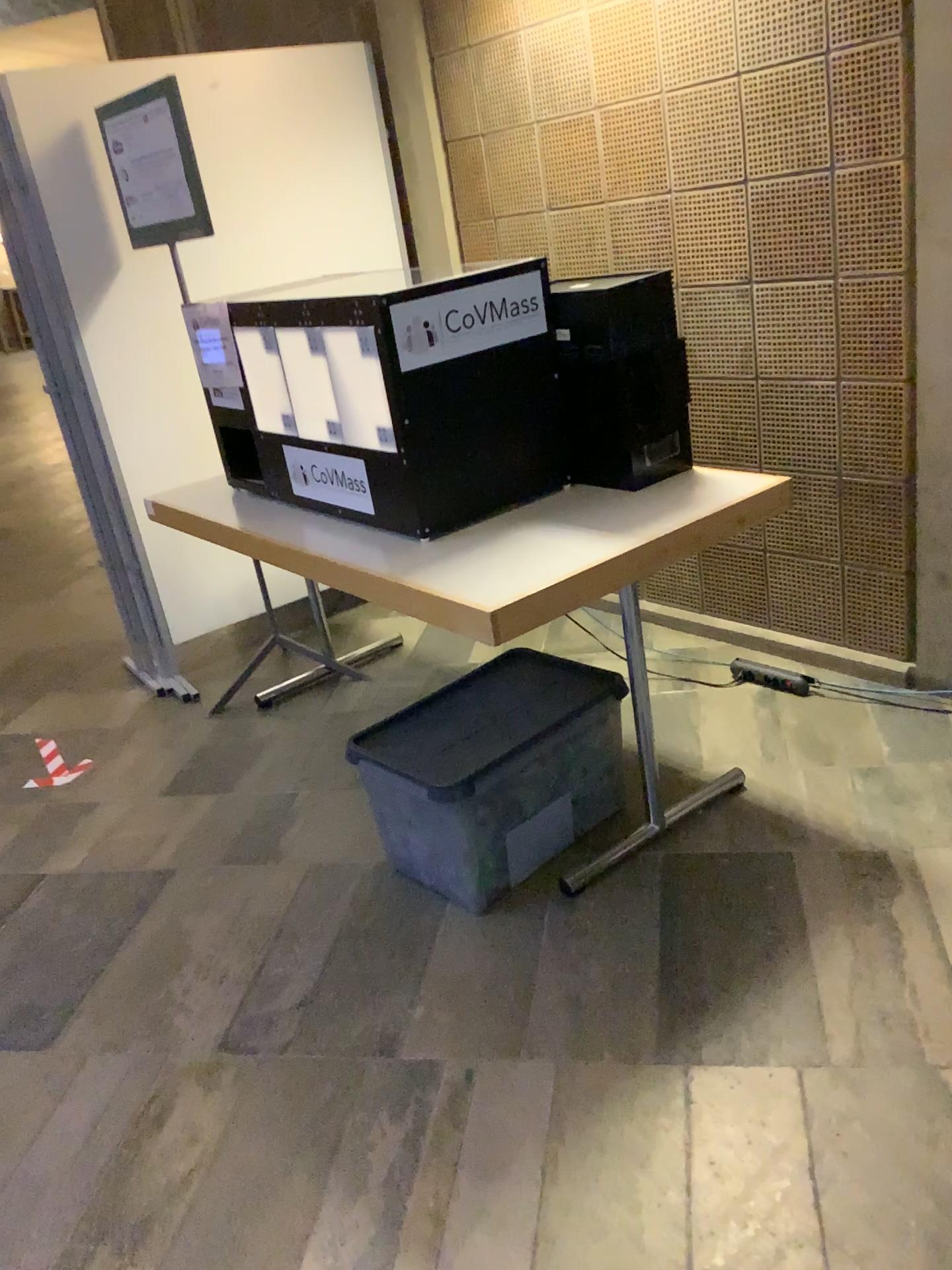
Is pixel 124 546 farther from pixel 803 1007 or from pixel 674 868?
pixel 803 1007

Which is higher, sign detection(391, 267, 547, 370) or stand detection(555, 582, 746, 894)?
sign detection(391, 267, 547, 370)

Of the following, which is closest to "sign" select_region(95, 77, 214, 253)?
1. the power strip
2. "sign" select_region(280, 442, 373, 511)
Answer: "sign" select_region(280, 442, 373, 511)

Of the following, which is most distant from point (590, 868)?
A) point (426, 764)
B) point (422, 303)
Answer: point (422, 303)

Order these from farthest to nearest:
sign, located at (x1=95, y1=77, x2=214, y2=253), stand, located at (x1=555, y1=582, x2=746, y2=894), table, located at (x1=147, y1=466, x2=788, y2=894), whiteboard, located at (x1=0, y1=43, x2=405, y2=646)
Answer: whiteboard, located at (x1=0, y1=43, x2=405, y2=646), sign, located at (x1=95, y1=77, x2=214, y2=253), stand, located at (x1=555, y1=582, x2=746, y2=894), table, located at (x1=147, y1=466, x2=788, y2=894)

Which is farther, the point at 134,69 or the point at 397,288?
the point at 134,69

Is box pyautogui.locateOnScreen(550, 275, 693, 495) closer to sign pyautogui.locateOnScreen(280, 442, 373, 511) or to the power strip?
sign pyautogui.locateOnScreen(280, 442, 373, 511)

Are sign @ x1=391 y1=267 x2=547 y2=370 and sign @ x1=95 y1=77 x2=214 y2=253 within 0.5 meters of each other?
no

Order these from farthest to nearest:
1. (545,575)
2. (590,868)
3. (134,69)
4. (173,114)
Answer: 1. (134,69)
2. (173,114)
3. (590,868)
4. (545,575)

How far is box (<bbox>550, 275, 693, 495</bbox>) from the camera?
2.3m
